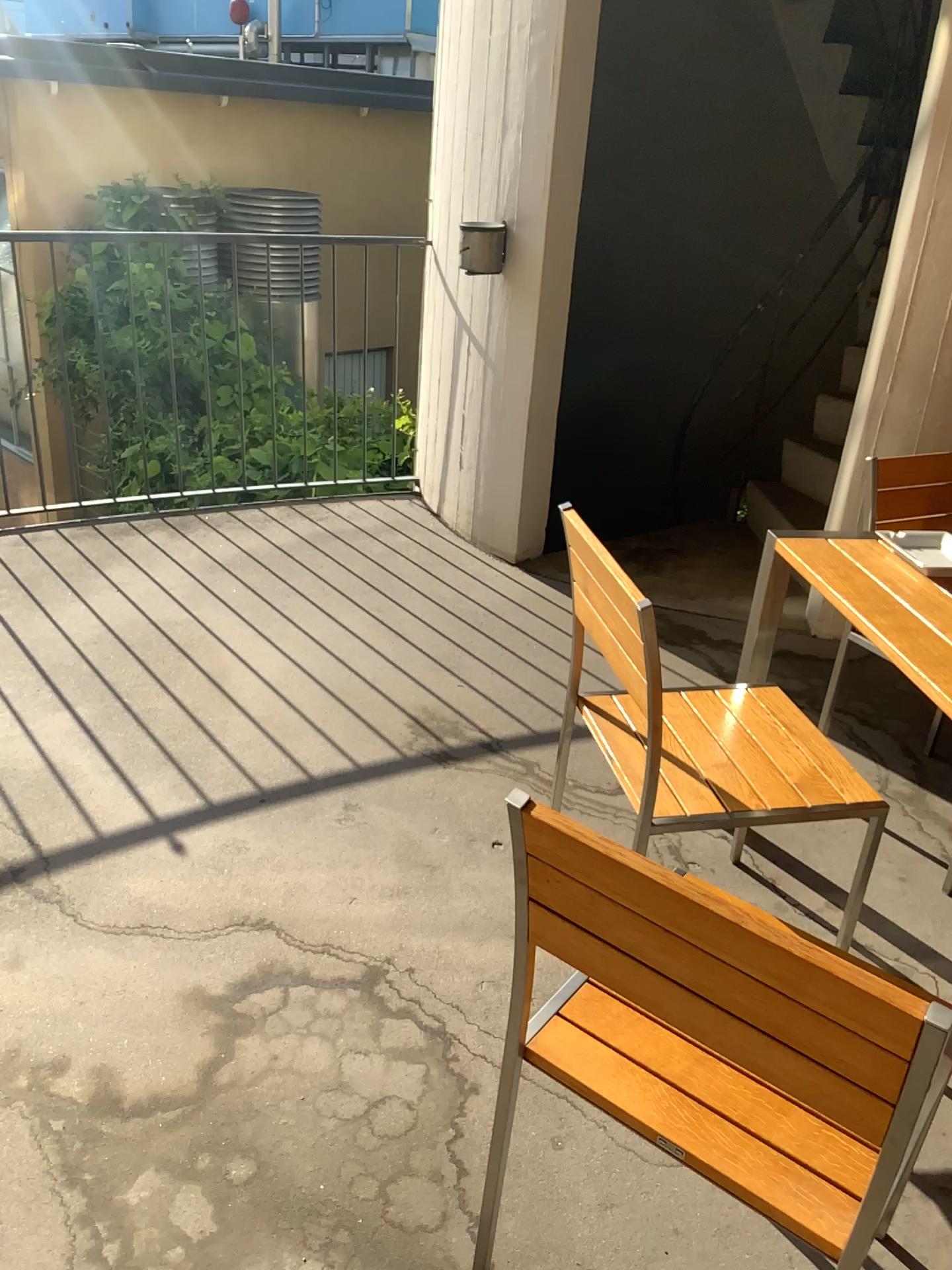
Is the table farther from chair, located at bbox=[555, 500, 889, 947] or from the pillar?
the pillar

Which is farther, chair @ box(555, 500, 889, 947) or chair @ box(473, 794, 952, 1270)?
chair @ box(555, 500, 889, 947)

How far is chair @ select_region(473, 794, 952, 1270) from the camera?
0.96m

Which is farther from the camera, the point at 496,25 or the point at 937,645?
the point at 496,25

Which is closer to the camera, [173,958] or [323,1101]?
[323,1101]

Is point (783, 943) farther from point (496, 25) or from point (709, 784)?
point (496, 25)

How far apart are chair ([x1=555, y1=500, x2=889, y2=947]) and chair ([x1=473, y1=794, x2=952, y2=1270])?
0.5 meters

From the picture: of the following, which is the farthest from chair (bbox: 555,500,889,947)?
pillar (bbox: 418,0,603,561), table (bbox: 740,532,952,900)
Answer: pillar (bbox: 418,0,603,561)

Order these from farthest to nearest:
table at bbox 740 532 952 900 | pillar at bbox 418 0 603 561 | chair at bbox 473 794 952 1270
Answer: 1. pillar at bbox 418 0 603 561
2. table at bbox 740 532 952 900
3. chair at bbox 473 794 952 1270

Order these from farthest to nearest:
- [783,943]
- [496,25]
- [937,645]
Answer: [496,25] < [937,645] < [783,943]
